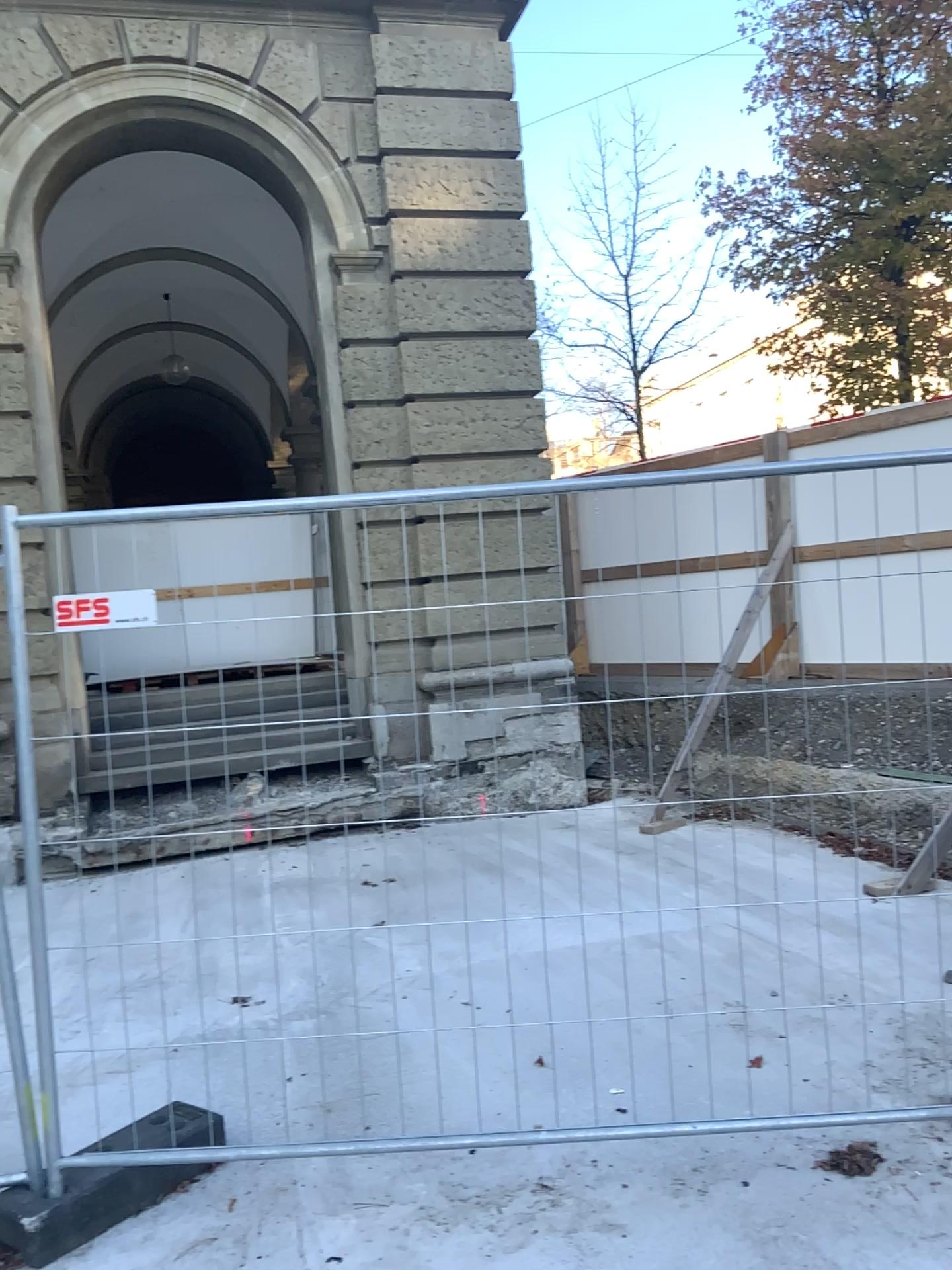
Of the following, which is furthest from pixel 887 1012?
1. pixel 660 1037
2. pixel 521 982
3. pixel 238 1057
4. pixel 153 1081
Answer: pixel 153 1081
